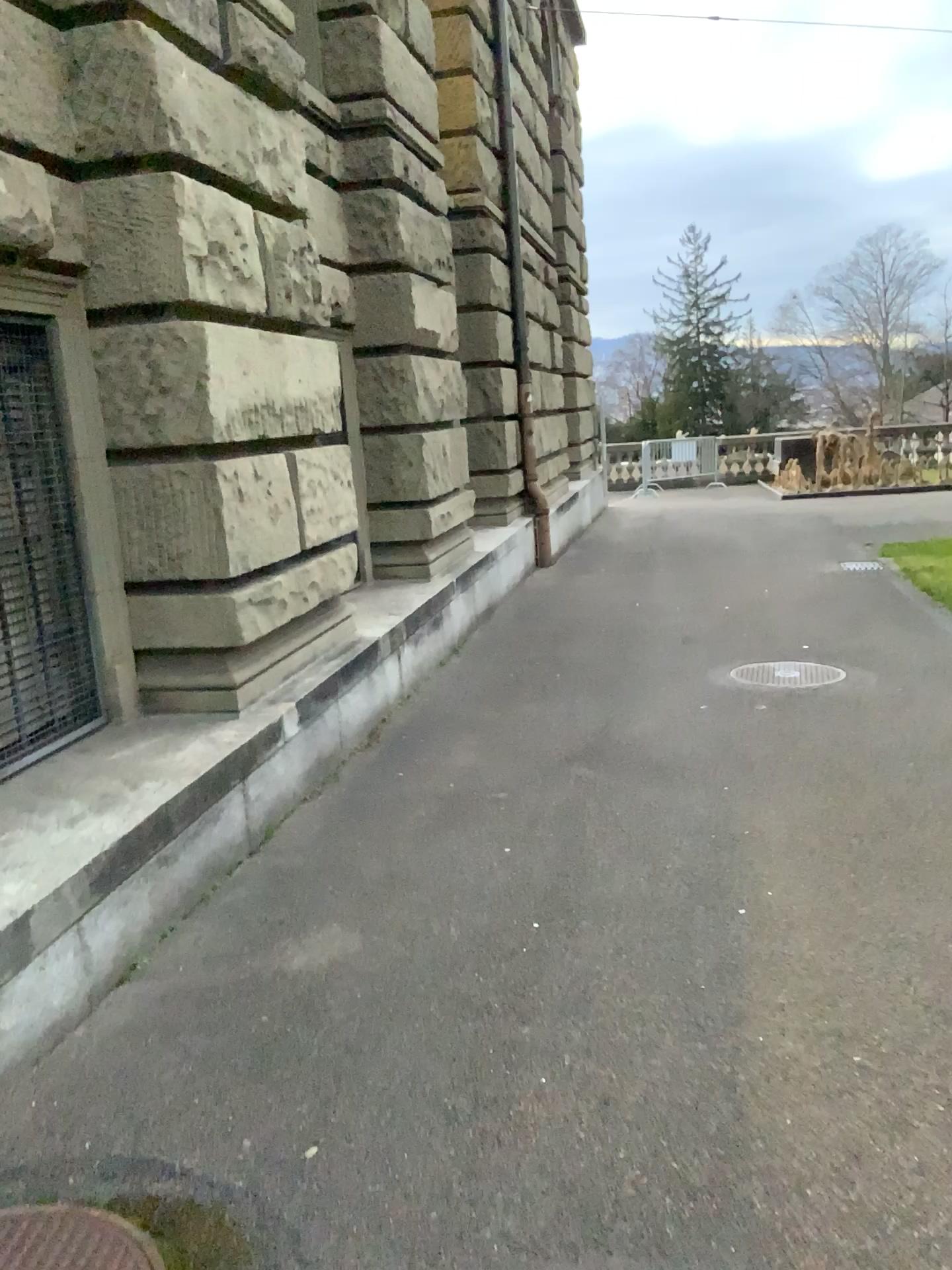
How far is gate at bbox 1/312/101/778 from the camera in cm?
371

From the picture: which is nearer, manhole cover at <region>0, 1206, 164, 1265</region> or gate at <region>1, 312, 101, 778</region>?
manhole cover at <region>0, 1206, 164, 1265</region>

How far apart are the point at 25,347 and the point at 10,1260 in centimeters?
287cm

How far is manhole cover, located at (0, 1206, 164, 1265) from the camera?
2.0m

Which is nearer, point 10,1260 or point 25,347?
point 10,1260

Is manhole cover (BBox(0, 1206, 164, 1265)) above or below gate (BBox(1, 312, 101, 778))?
below

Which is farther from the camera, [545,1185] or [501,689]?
[501,689]

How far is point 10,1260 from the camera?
1.96m

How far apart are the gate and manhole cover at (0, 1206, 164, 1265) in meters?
1.9
